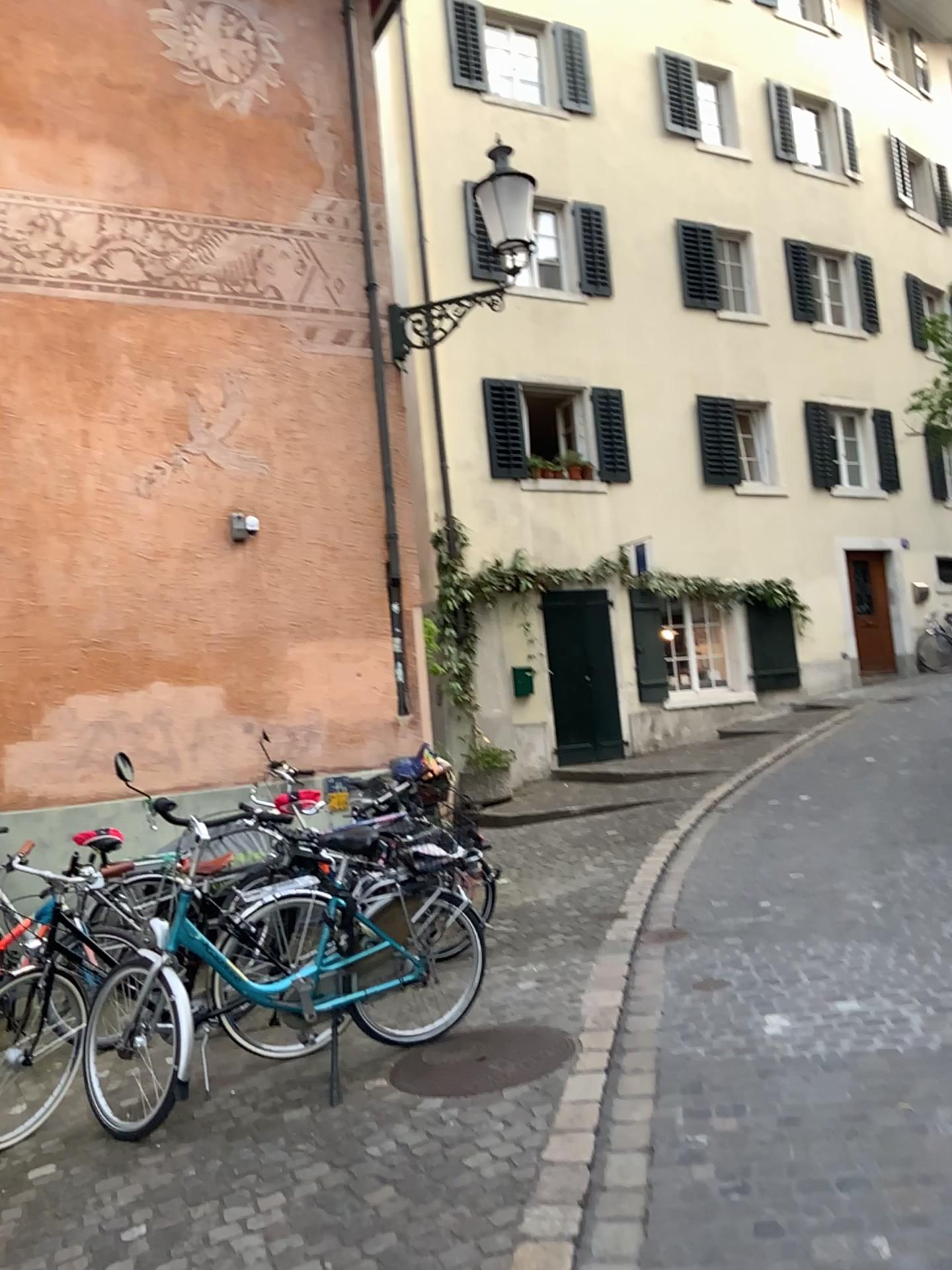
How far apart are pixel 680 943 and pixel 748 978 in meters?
0.7
